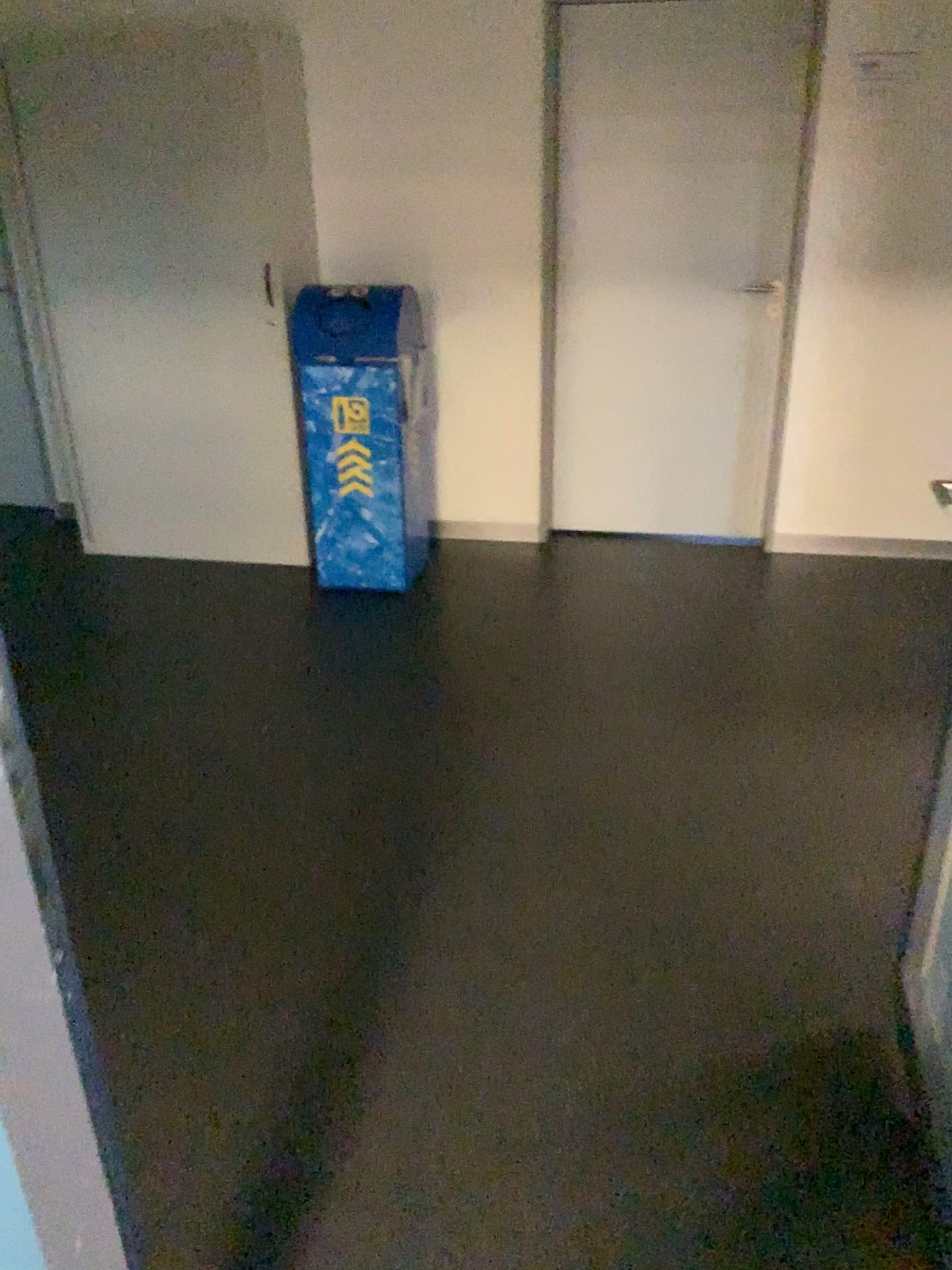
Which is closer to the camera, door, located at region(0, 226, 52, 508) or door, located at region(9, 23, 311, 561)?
door, located at region(9, 23, 311, 561)

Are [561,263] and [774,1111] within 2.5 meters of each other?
no

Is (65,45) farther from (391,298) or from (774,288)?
(774,288)

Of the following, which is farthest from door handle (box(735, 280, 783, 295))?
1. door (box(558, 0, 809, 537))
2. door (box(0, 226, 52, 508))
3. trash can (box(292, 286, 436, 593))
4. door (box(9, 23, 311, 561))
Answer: door (box(0, 226, 52, 508))

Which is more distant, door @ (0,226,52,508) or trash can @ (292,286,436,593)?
door @ (0,226,52,508)

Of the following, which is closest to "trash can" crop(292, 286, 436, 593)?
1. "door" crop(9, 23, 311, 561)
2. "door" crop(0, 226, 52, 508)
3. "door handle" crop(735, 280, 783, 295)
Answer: "door" crop(9, 23, 311, 561)

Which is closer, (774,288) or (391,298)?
(391,298)

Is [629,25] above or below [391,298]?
above

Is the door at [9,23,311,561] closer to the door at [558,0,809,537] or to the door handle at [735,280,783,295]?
the door at [558,0,809,537]
